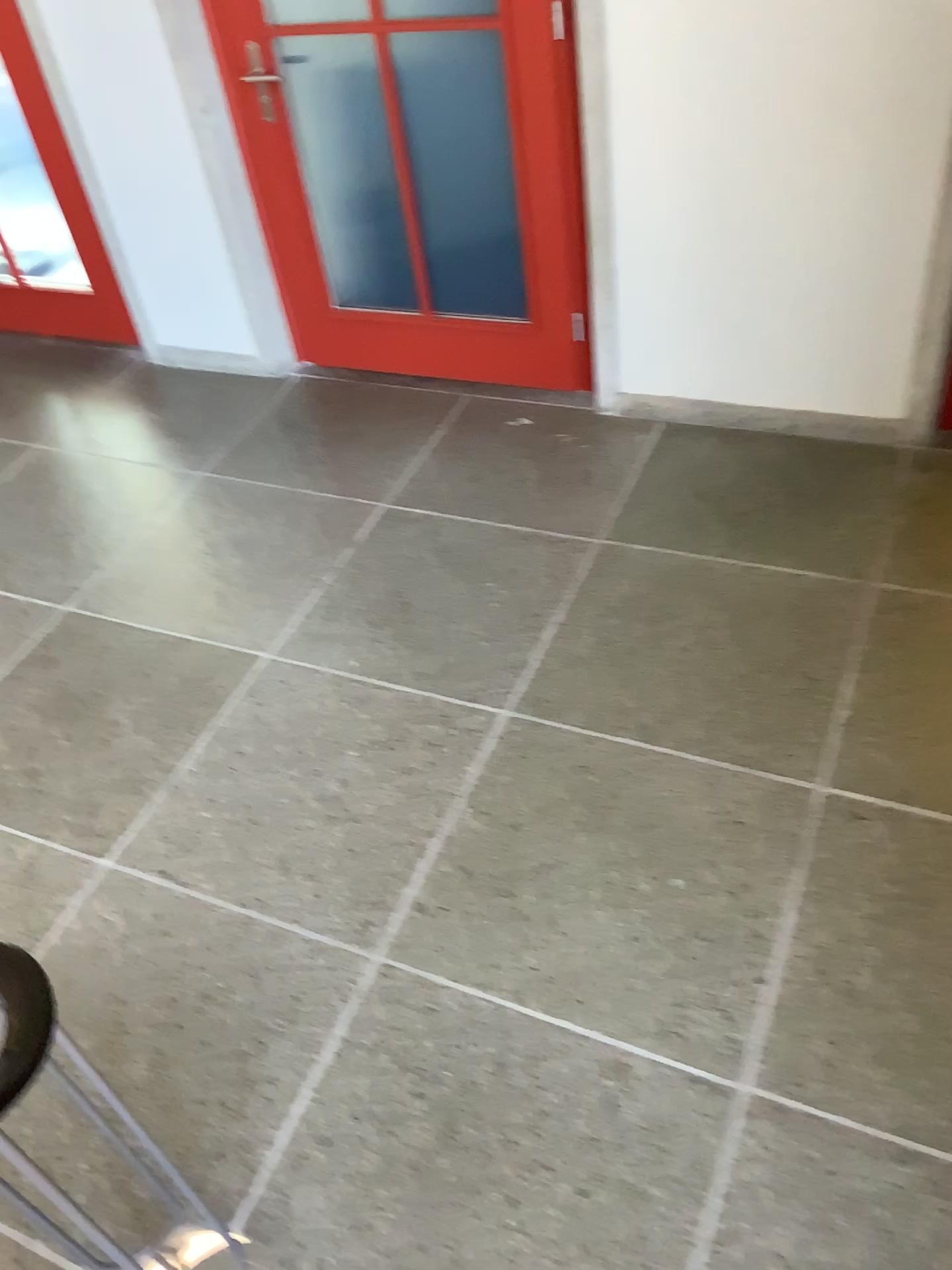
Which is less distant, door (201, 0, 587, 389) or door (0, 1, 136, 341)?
door (201, 0, 587, 389)

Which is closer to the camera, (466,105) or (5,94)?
(466,105)

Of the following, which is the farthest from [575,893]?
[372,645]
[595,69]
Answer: [595,69]
